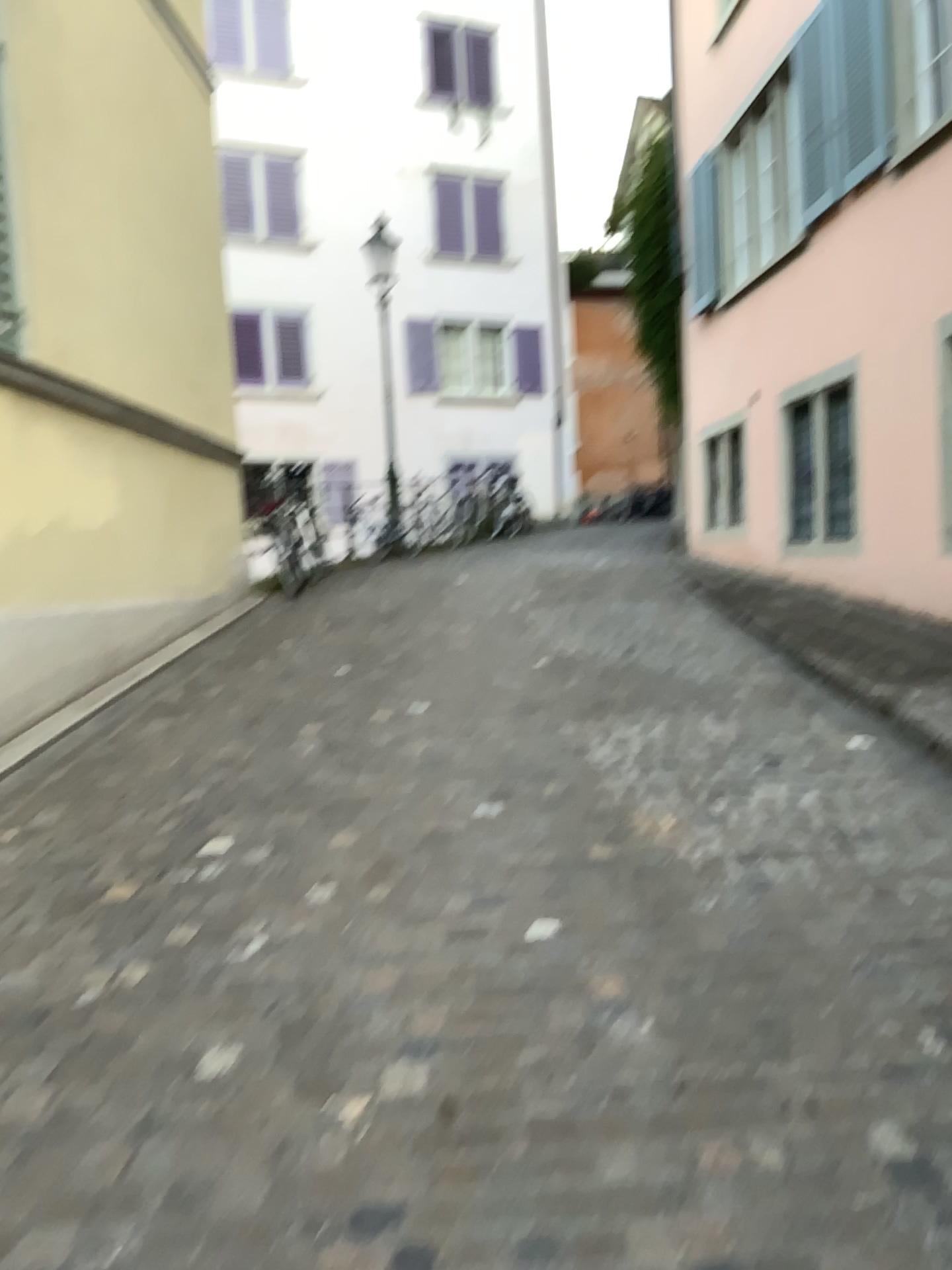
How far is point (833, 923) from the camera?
2.89m
